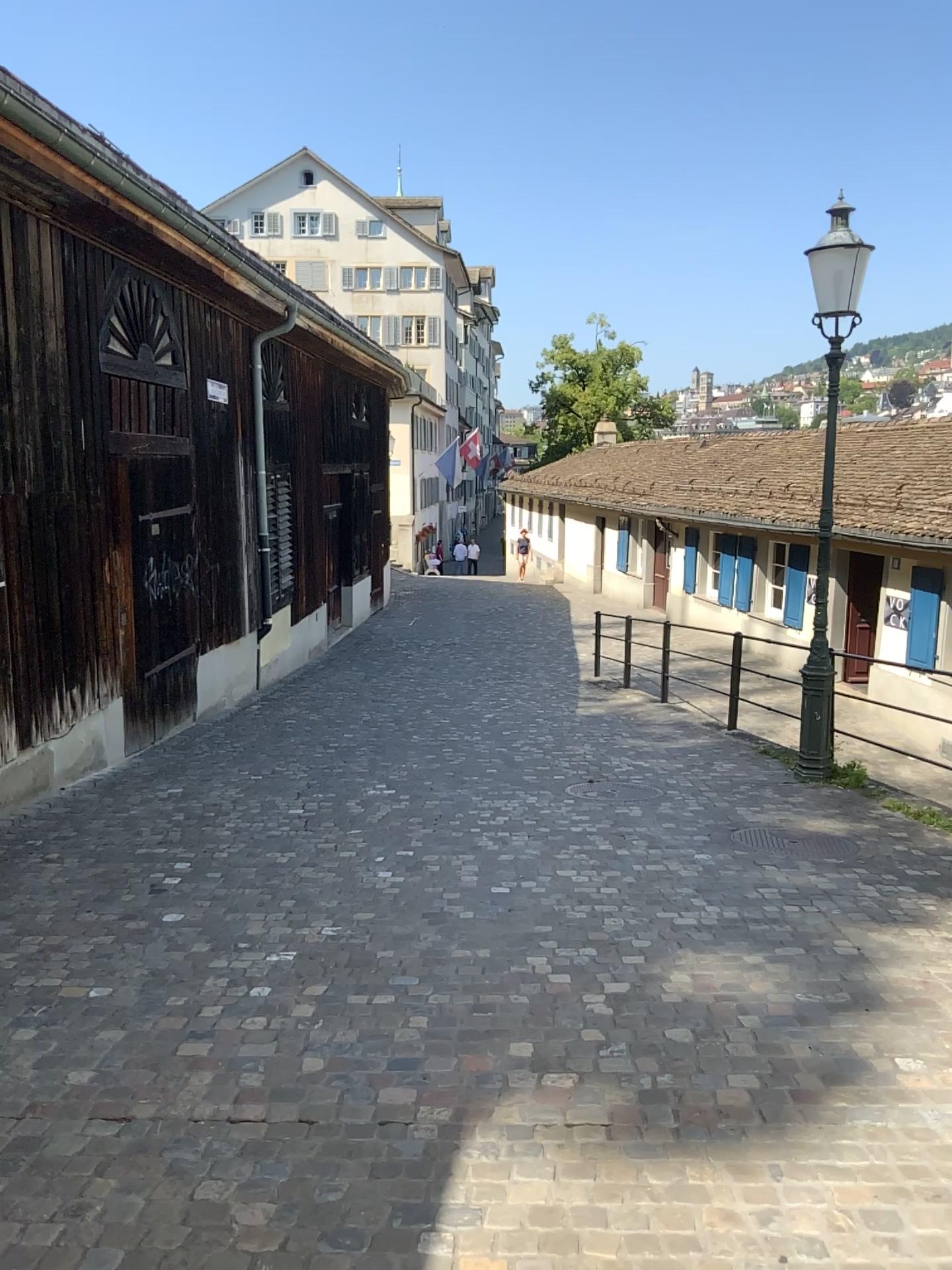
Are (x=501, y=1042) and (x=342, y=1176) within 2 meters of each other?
yes
